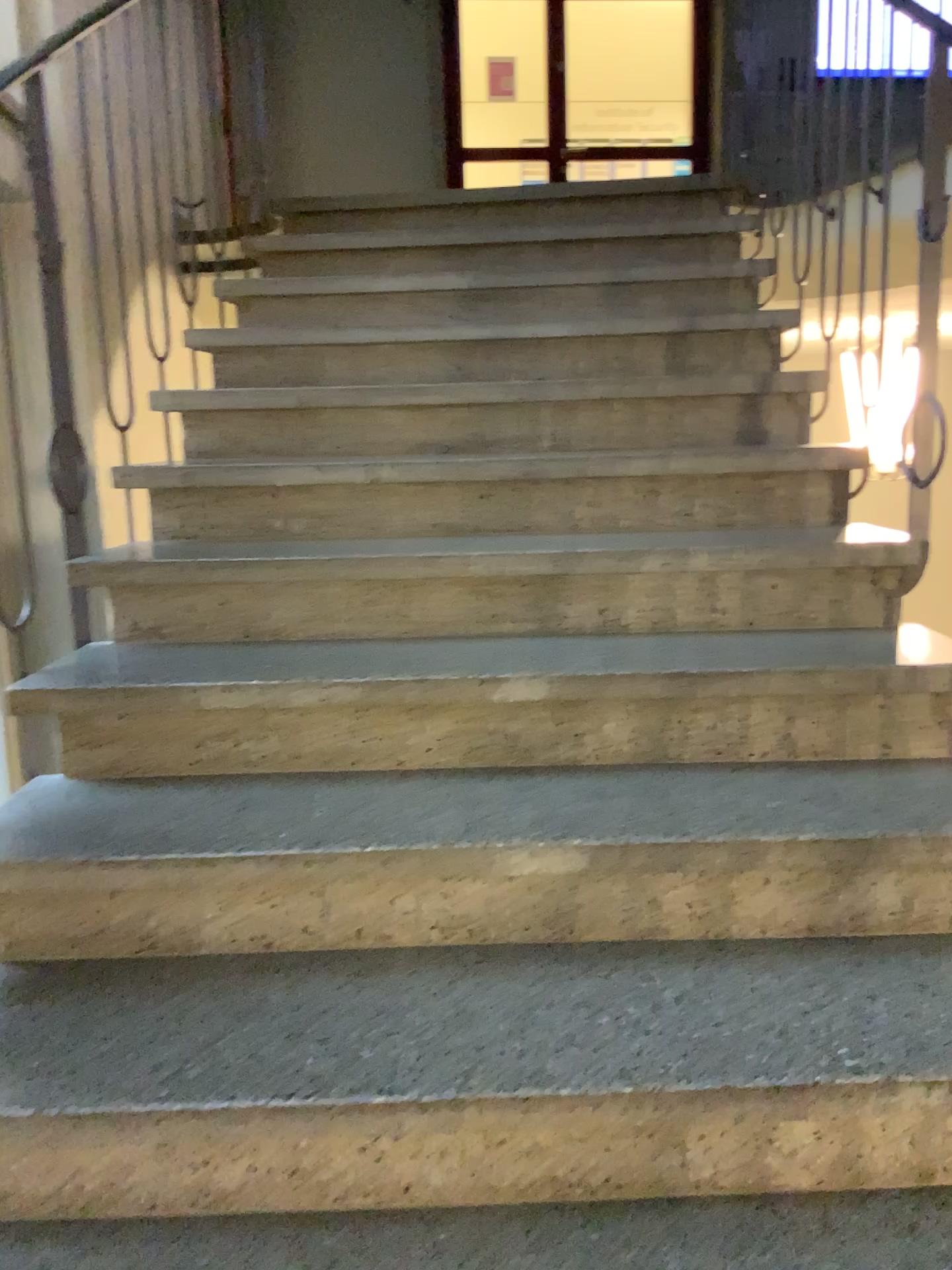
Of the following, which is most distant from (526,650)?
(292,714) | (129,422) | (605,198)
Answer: (605,198)
